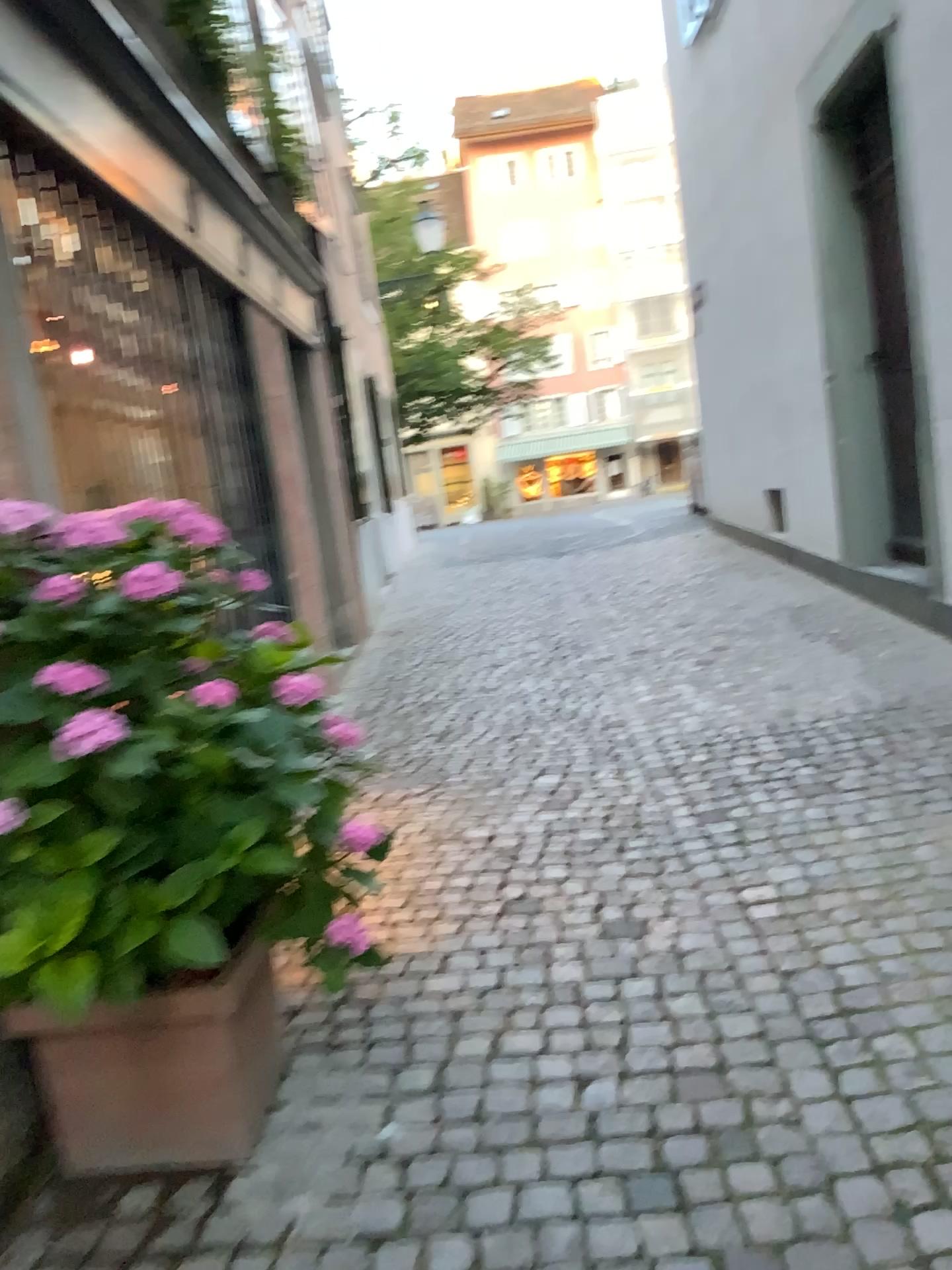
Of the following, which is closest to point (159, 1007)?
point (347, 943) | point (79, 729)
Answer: point (347, 943)

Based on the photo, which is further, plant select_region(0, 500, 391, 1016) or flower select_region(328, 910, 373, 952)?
flower select_region(328, 910, 373, 952)

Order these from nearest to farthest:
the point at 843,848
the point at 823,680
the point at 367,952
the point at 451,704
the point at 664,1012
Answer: the point at 664,1012
the point at 367,952
the point at 843,848
the point at 823,680
the point at 451,704

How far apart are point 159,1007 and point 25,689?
0.7m

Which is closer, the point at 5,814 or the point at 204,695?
the point at 5,814

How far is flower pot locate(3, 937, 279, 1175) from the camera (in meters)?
2.03

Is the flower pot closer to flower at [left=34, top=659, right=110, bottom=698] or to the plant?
the plant

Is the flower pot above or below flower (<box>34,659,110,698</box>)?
below

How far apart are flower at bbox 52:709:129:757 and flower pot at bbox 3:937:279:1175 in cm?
57

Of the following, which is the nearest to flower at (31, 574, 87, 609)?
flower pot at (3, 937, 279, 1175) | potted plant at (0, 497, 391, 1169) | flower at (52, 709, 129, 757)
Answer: potted plant at (0, 497, 391, 1169)
